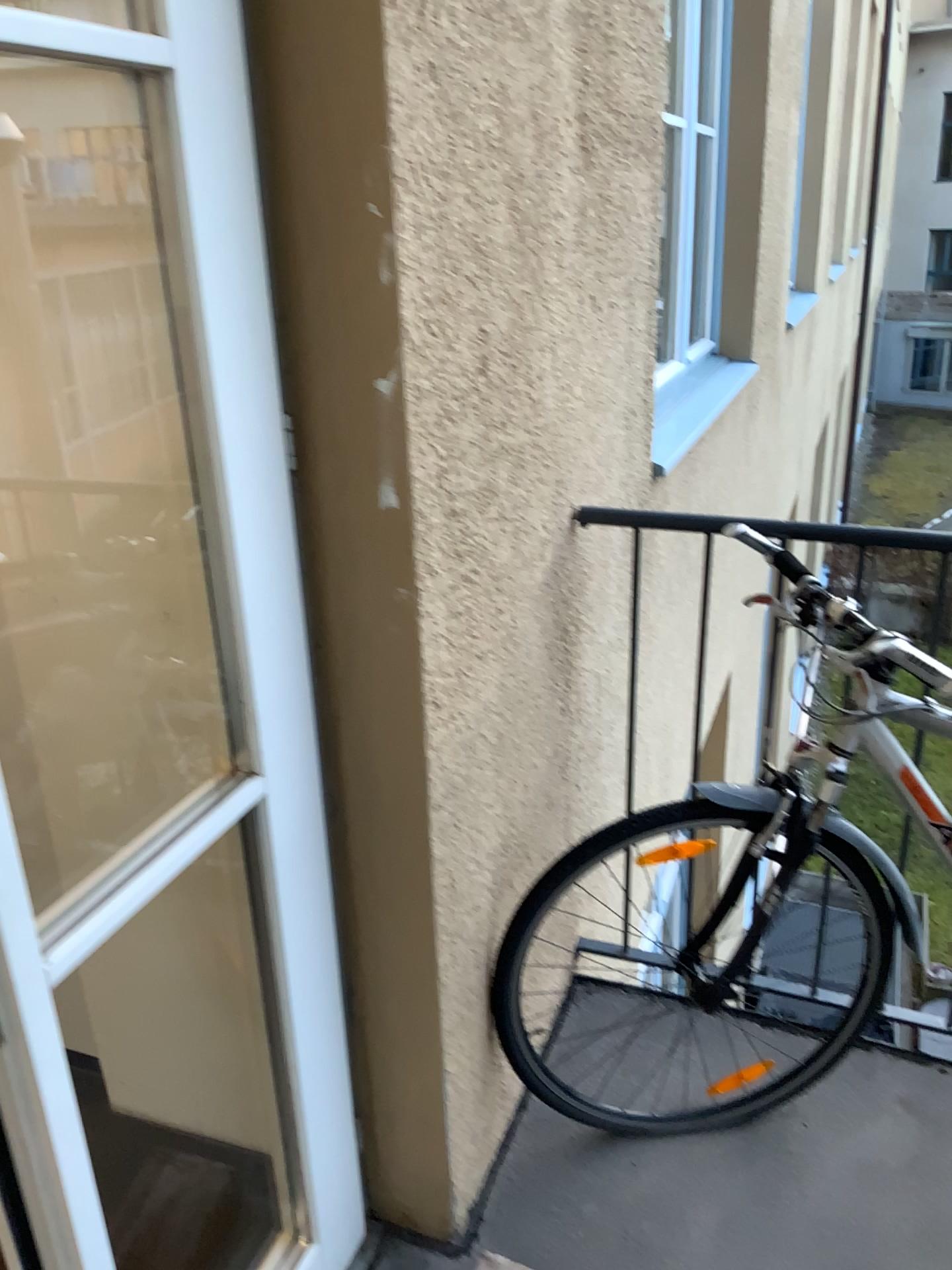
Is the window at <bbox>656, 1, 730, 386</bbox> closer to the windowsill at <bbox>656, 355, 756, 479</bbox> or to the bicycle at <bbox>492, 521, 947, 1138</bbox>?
the windowsill at <bbox>656, 355, 756, 479</bbox>

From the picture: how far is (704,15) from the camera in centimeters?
376cm

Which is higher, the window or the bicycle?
the window

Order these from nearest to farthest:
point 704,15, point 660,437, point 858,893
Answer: point 858,893
point 660,437
point 704,15

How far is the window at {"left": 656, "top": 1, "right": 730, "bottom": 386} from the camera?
3.8 meters

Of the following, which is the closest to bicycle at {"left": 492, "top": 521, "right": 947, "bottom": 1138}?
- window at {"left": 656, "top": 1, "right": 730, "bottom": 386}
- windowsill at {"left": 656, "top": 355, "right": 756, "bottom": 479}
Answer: windowsill at {"left": 656, "top": 355, "right": 756, "bottom": 479}

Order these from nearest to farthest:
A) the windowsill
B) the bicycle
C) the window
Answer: the bicycle
the windowsill
the window

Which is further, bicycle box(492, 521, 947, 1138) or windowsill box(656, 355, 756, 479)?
windowsill box(656, 355, 756, 479)

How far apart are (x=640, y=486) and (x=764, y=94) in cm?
229

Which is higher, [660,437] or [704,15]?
[704,15]
